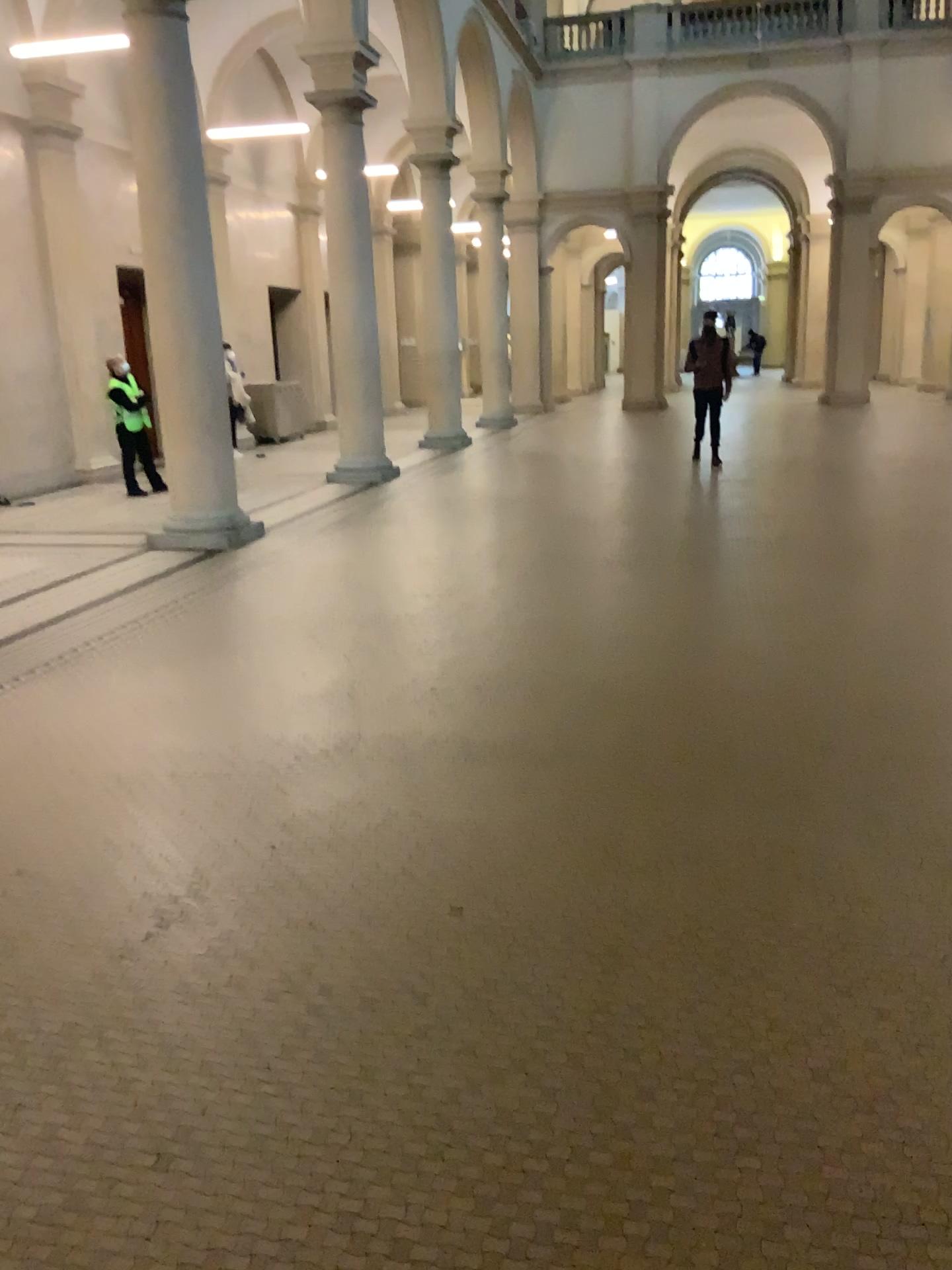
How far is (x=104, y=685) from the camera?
5.0 meters
